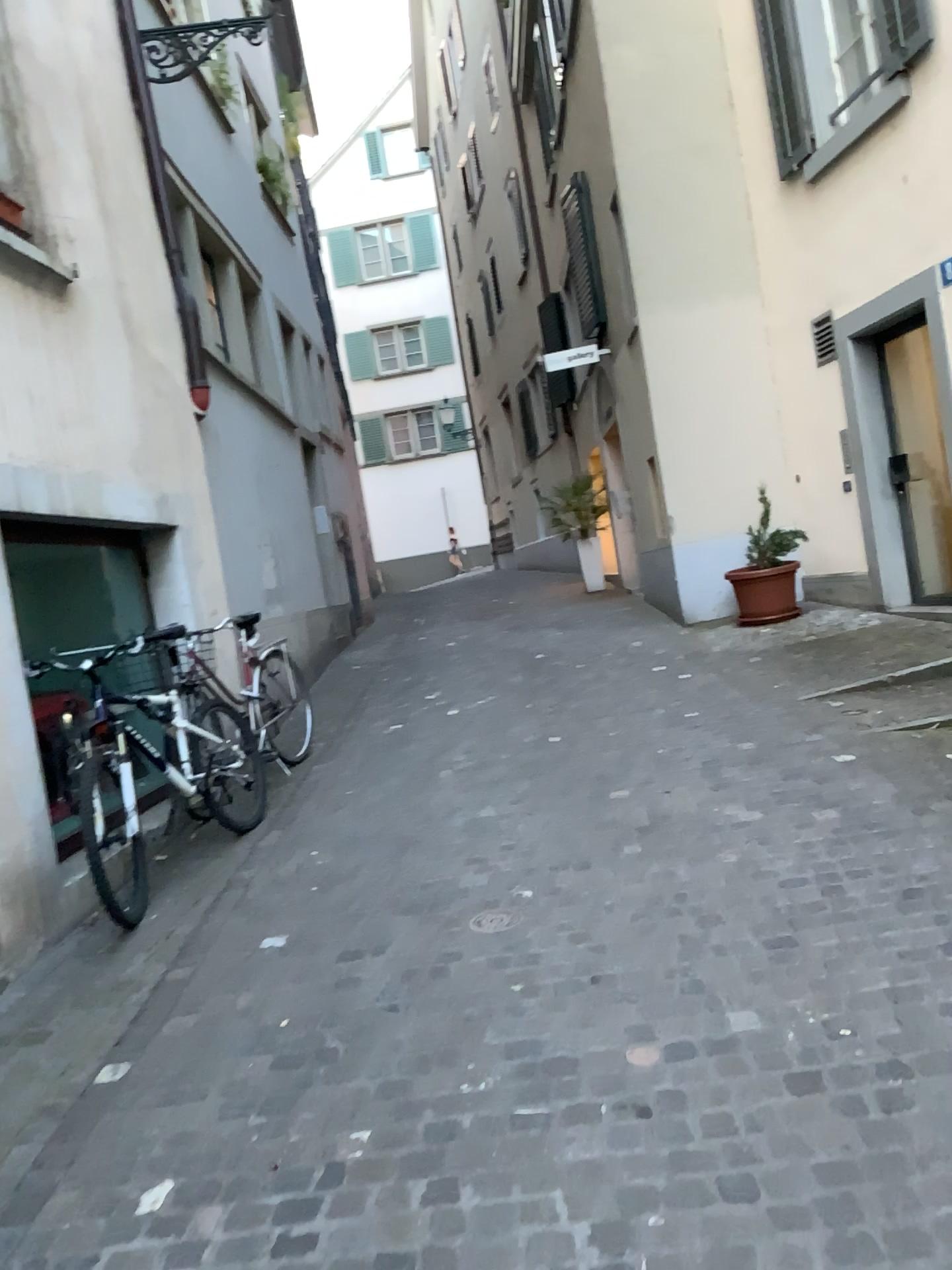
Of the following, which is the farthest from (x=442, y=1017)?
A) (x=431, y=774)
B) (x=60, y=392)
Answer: (x=60, y=392)

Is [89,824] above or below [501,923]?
above
